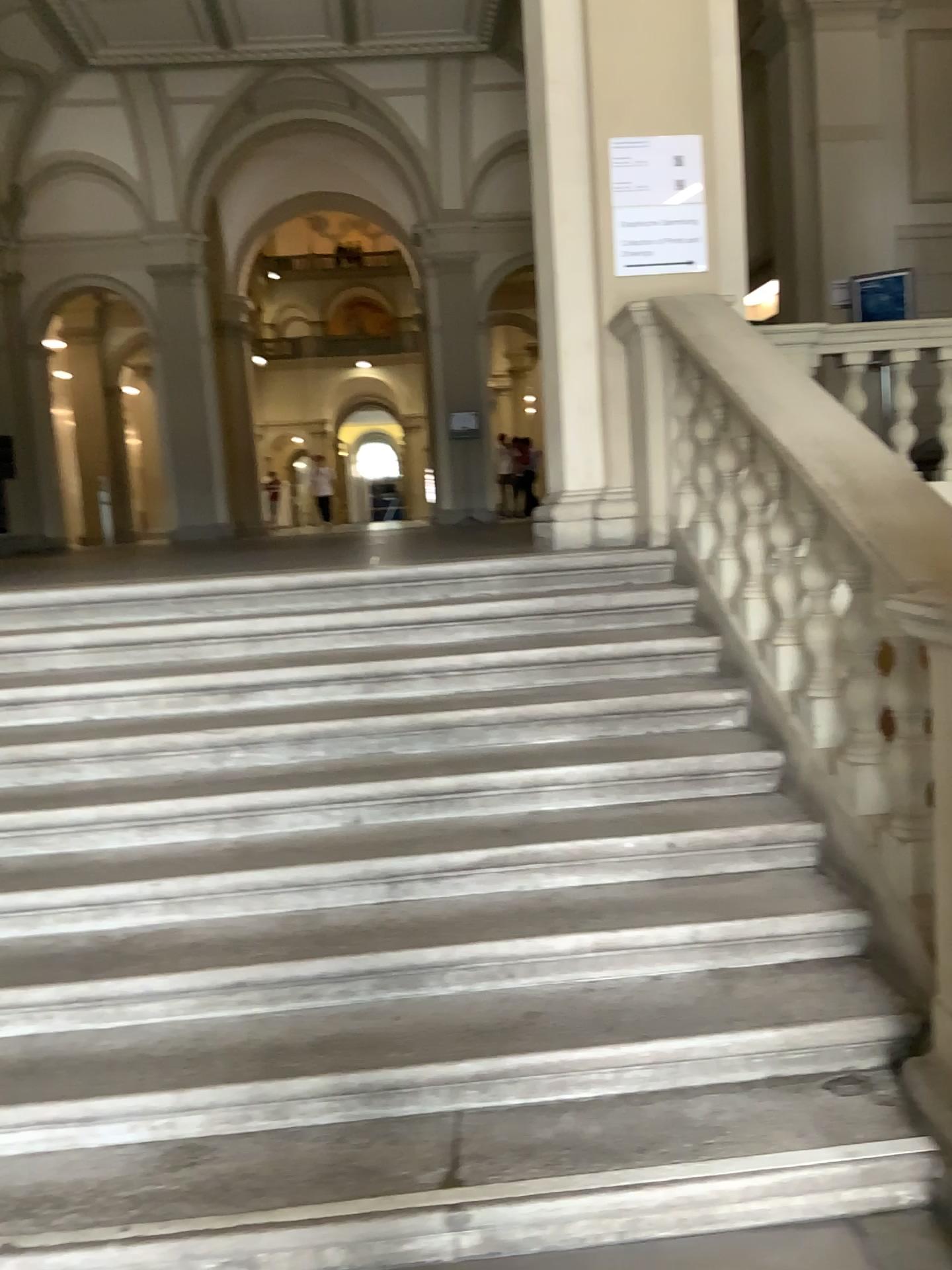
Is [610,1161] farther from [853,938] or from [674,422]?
[674,422]
